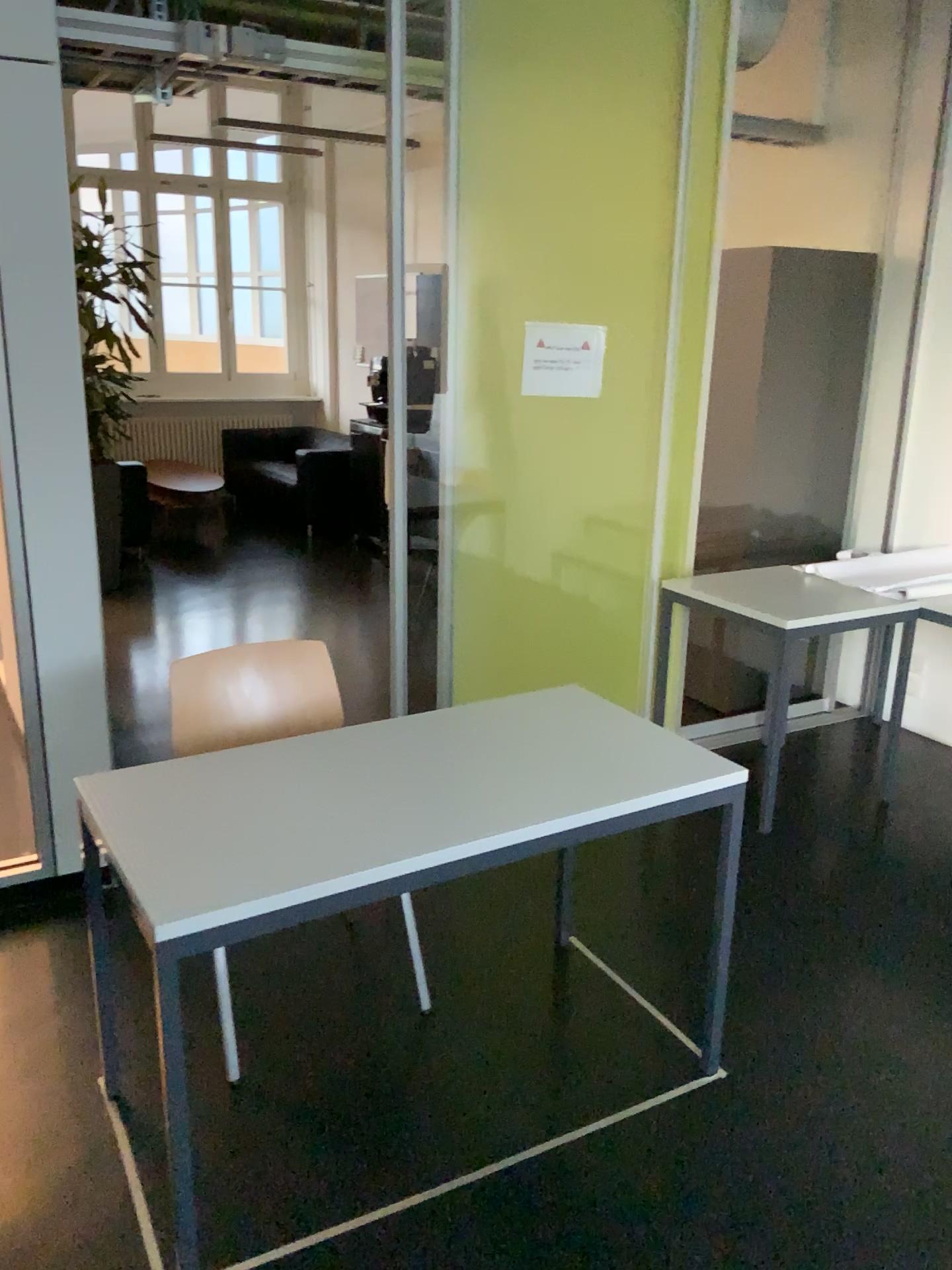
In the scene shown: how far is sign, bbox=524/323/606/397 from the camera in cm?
339

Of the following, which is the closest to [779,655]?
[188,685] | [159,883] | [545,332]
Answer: [545,332]

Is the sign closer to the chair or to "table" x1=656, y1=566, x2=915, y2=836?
"table" x1=656, y1=566, x2=915, y2=836

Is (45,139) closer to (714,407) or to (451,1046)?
(451,1046)

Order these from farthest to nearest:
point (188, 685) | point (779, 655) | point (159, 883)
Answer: point (779, 655) < point (188, 685) < point (159, 883)

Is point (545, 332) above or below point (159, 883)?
above

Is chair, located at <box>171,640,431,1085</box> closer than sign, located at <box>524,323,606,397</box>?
Yes

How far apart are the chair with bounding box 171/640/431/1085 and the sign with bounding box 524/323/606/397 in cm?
127

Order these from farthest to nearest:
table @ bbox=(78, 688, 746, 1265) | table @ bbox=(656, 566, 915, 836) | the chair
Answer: table @ bbox=(656, 566, 915, 836), the chair, table @ bbox=(78, 688, 746, 1265)

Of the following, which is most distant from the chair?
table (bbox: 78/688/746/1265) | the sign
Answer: the sign
